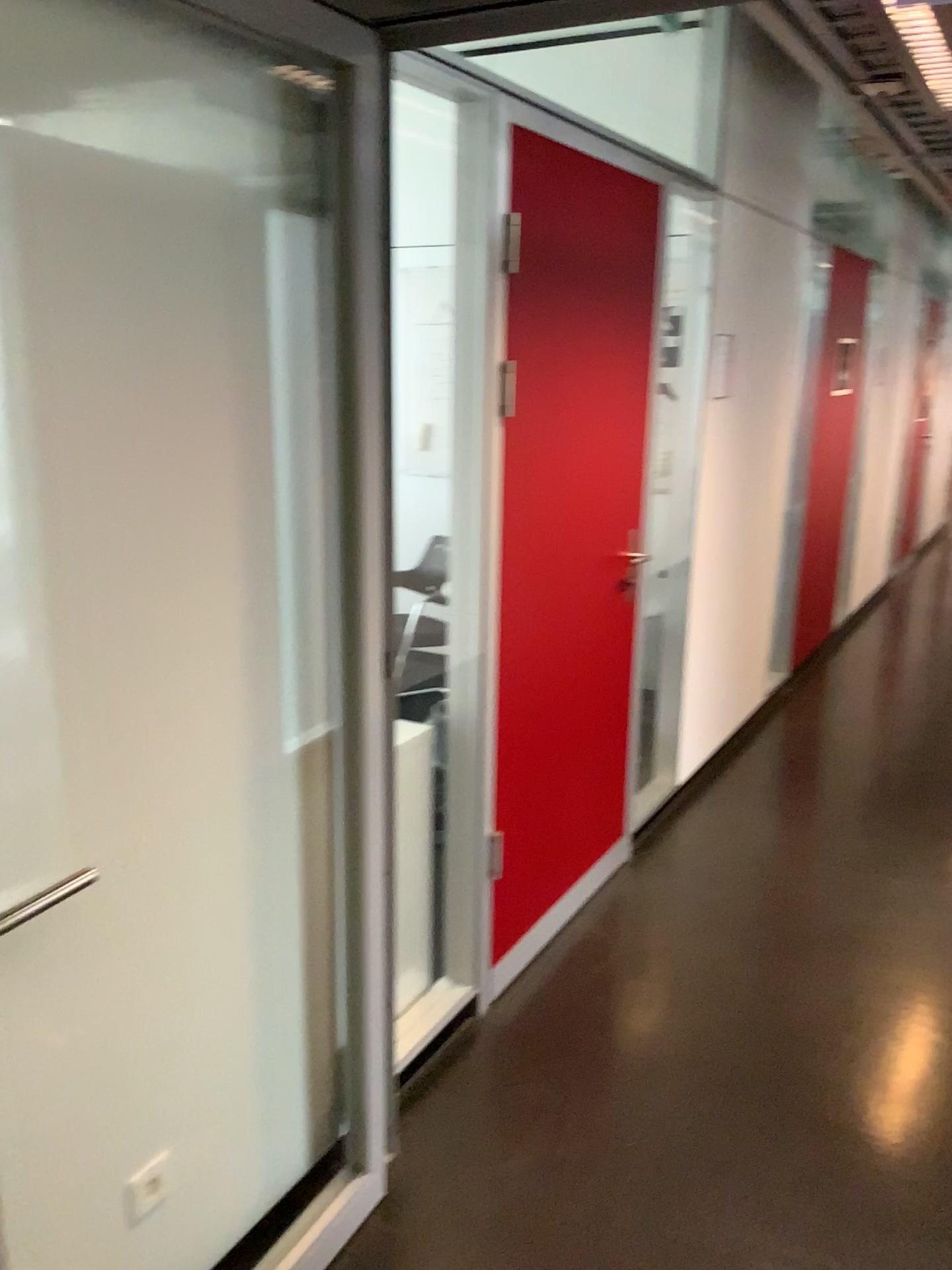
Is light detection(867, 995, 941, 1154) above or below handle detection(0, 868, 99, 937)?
below

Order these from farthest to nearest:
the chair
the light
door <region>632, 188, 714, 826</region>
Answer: door <region>632, 188, 714, 826</region> → the light → the chair

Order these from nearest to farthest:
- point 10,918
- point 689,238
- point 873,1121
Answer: point 10,918, point 873,1121, point 689,238

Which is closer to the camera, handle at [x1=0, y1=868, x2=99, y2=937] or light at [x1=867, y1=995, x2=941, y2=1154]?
handle at [x1=0, y1=868, x2=99, y2=937]

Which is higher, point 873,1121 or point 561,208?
point 561,208

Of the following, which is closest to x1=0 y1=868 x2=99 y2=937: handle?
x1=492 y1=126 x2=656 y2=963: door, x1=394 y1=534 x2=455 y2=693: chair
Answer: x1=394 y1=534 x2=455 y2=693: chair

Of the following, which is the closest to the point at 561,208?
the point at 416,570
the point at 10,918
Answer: the point at 416,570

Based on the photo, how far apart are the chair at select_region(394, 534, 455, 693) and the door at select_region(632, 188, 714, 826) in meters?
1.3

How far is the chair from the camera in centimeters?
206cm

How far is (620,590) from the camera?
3.3 meters
